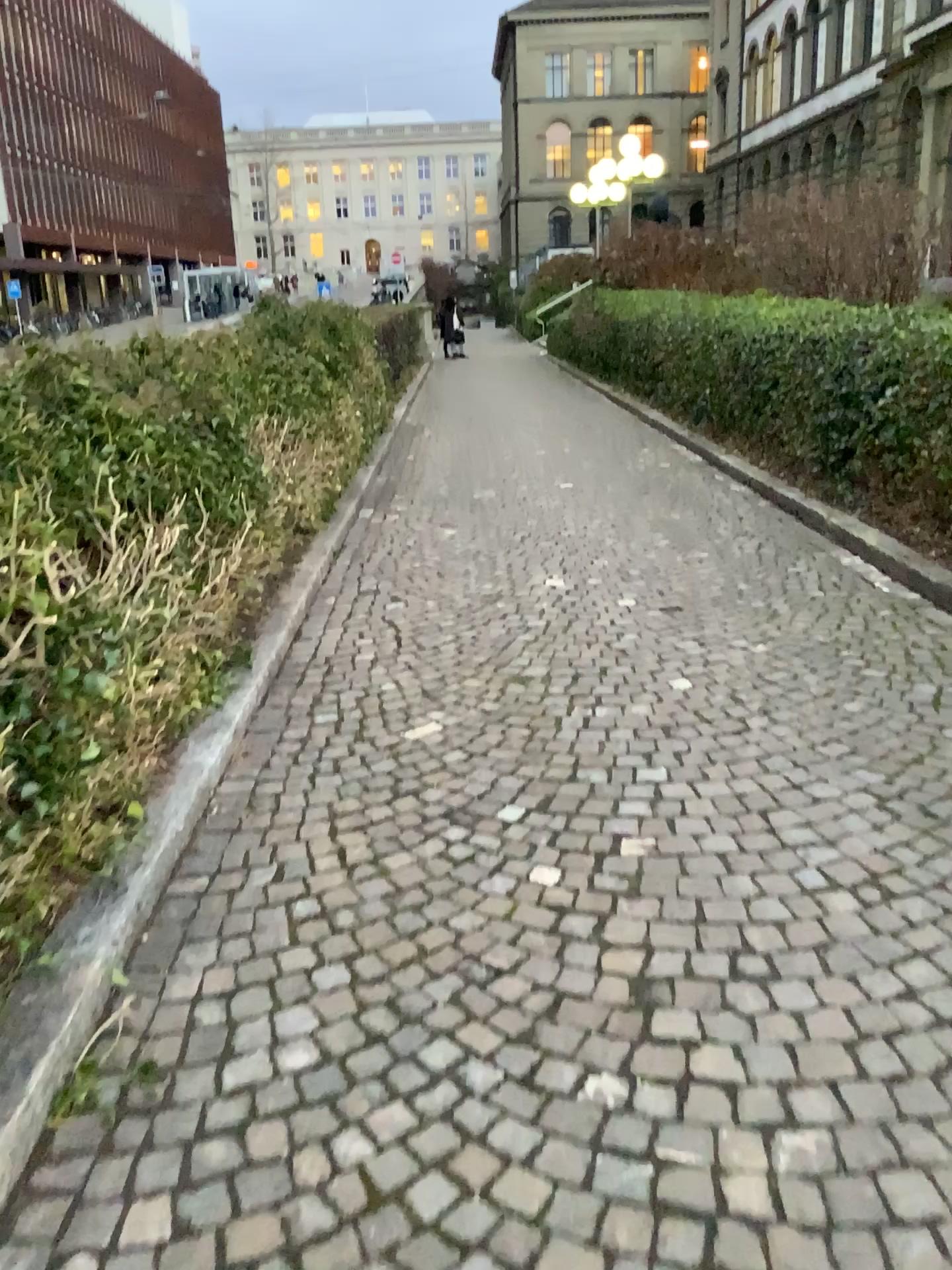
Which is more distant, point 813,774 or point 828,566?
point 828,566
